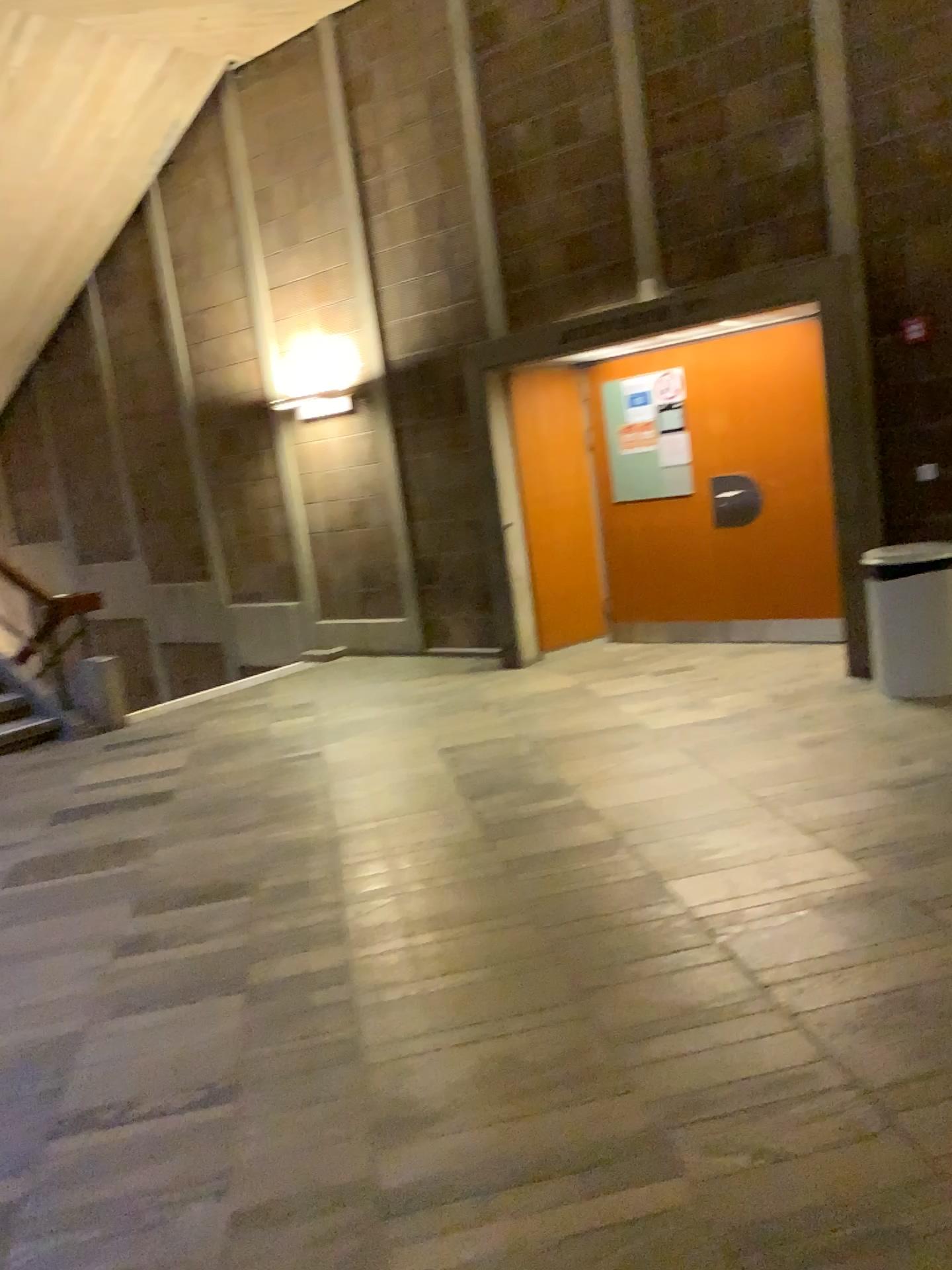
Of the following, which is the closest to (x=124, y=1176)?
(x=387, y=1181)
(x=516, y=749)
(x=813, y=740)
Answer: (x=387, y=1181)
